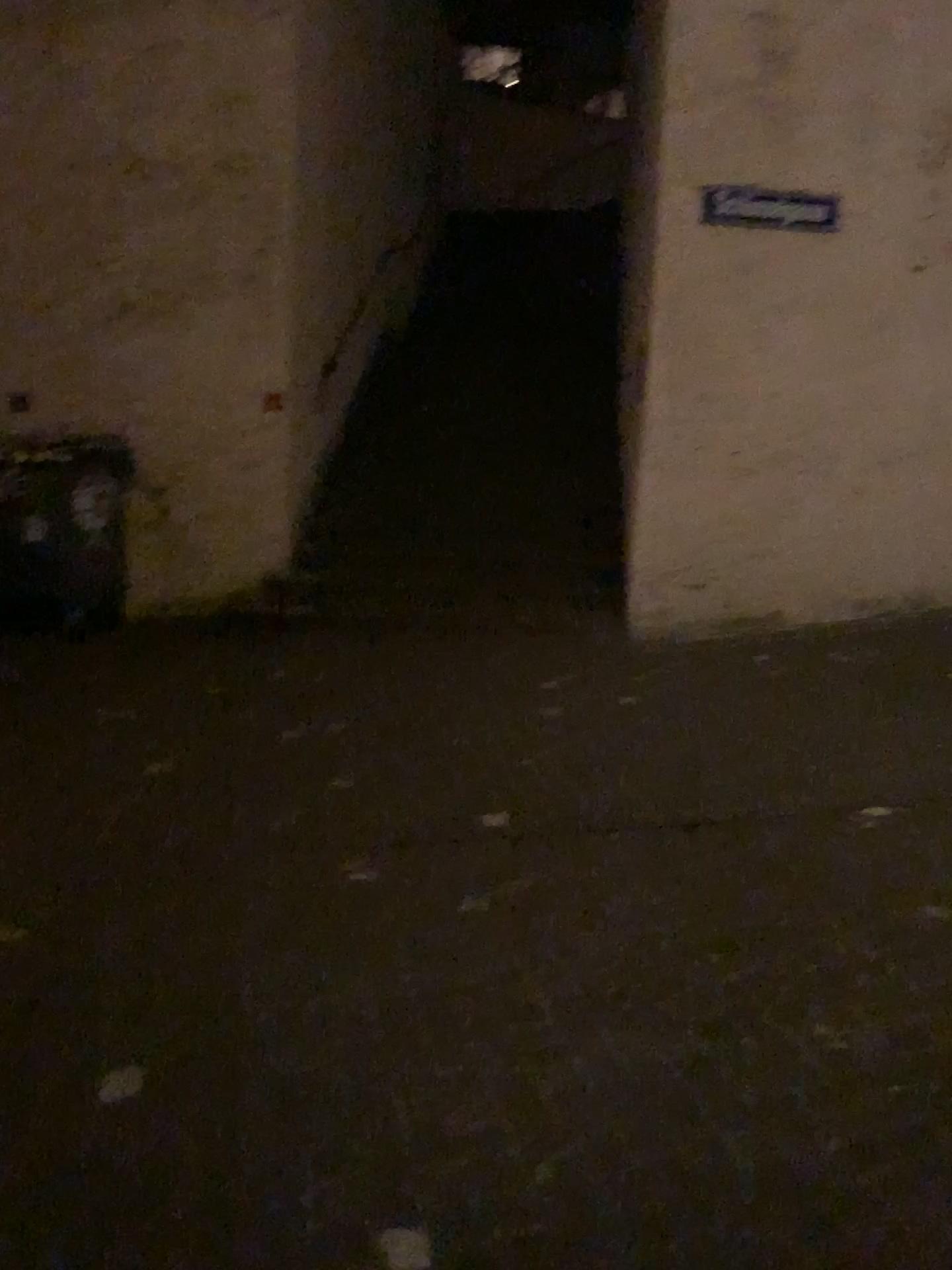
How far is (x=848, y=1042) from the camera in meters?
2.6 m
